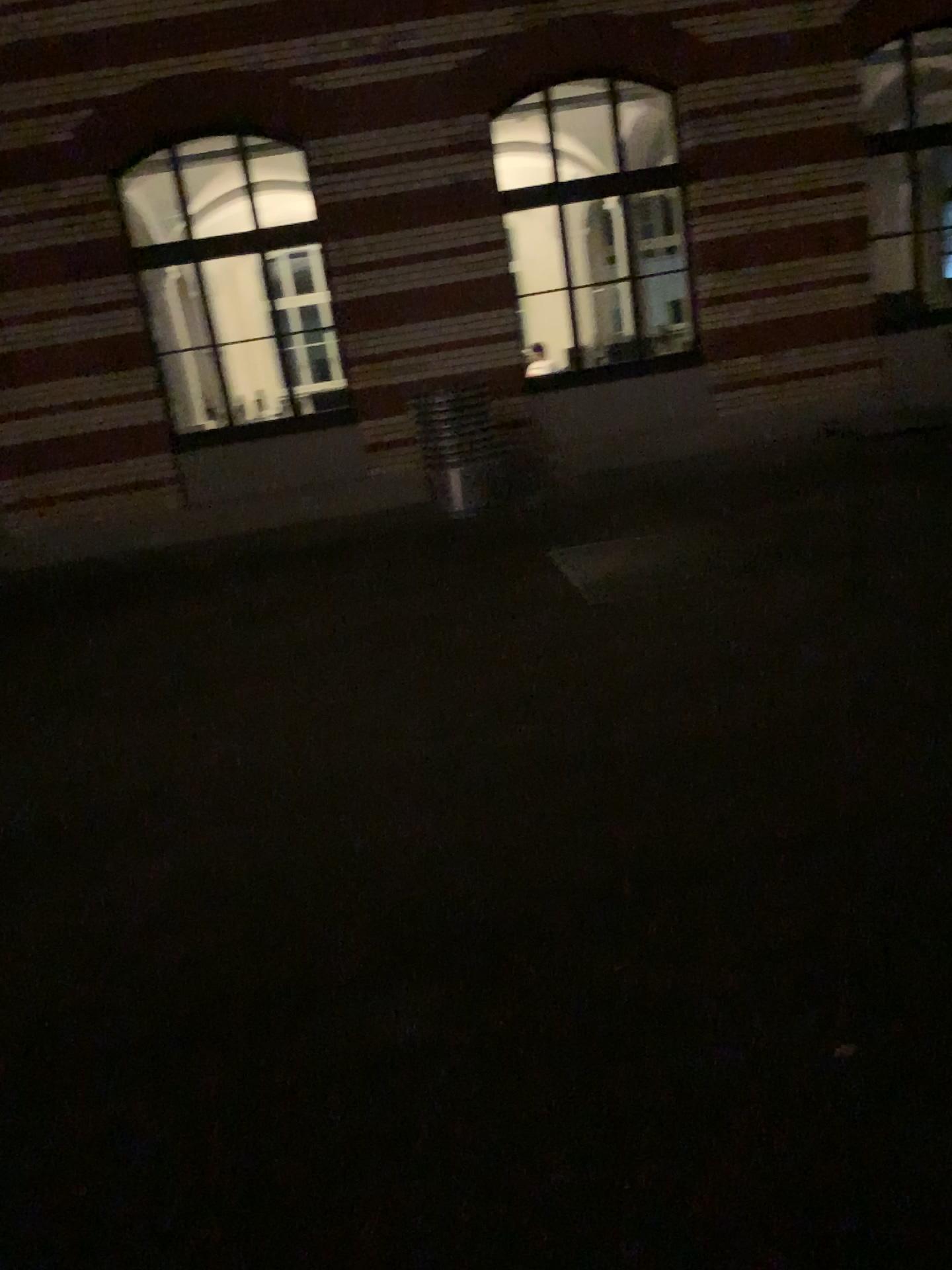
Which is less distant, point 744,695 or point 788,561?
point 744,695
